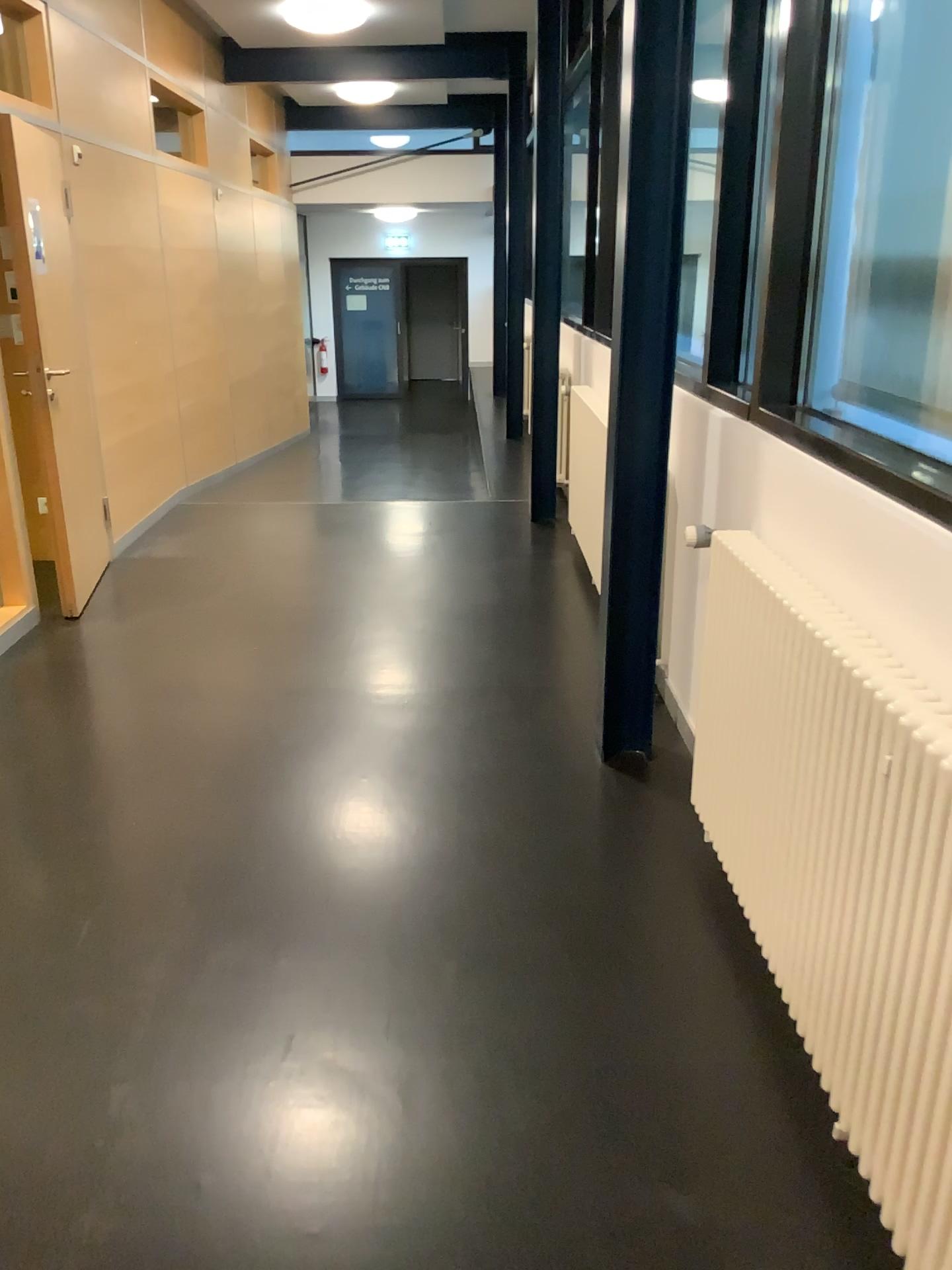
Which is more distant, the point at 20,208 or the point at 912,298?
the point at 20,208

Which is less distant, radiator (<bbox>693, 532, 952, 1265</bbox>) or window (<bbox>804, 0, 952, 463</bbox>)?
radiator (<bbox>693, 532, 952, 1265</bbox>)

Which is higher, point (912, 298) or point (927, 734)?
point (912, 298)

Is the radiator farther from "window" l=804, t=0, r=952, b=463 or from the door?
the door

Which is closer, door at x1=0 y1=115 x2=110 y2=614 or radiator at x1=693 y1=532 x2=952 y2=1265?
radiator at x1=693 y1=532 x2=952 y2=1265

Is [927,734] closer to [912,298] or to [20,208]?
[912,298]

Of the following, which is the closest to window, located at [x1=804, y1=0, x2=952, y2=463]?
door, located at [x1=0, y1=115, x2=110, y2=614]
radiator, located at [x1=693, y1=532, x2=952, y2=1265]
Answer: radiator, located at [x1=693, y1=532, x2=952, y2=1265]

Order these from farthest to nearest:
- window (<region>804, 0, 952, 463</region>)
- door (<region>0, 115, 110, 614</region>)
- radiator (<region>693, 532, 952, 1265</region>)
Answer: door (<region>0, 115, 110, 614</region>) < window (<region>804, 0, 952, 463</region>) < radiator (<region>693, 532, 952, 1265</region>)

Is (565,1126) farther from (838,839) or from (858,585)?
(858,585)
